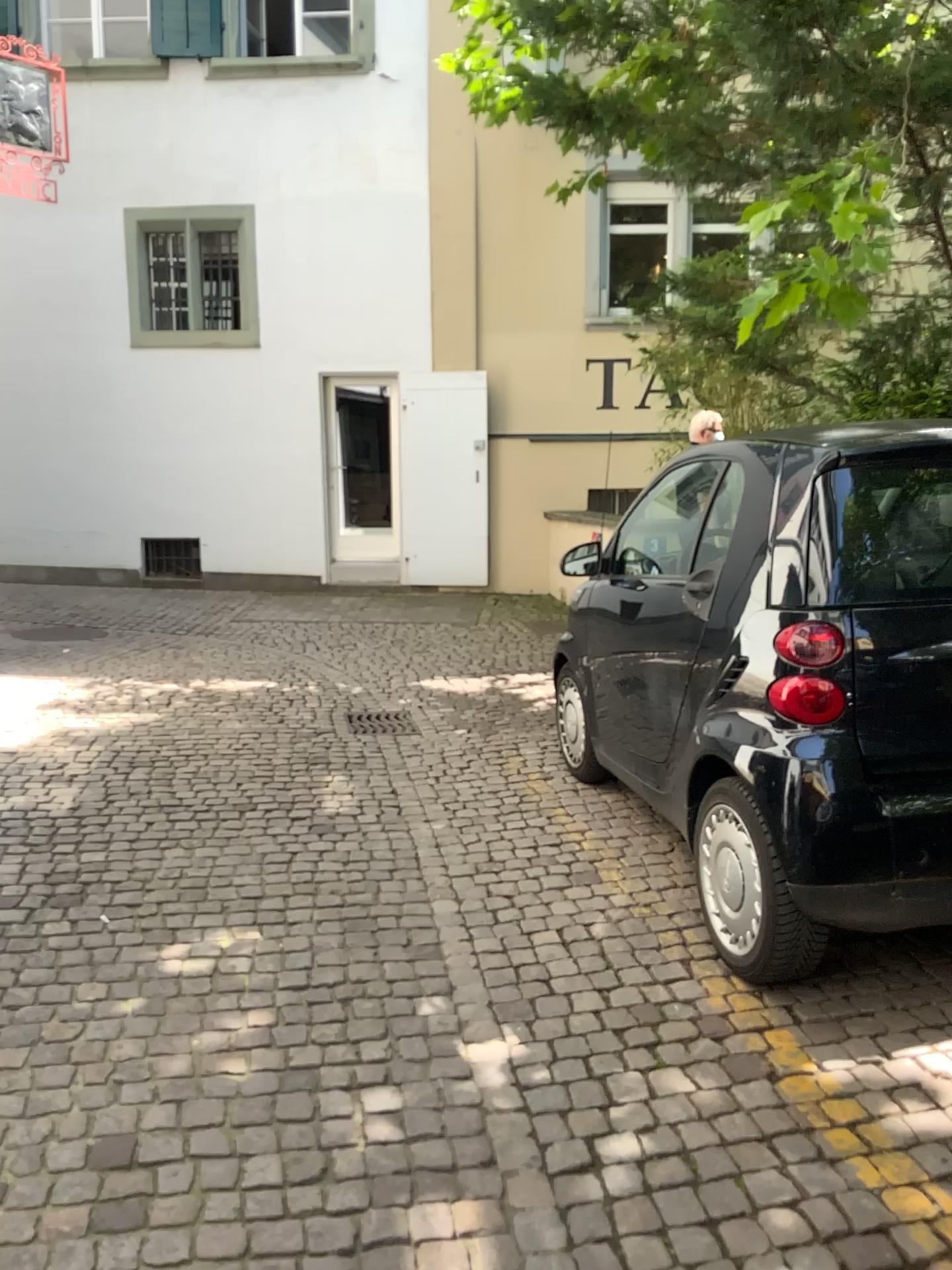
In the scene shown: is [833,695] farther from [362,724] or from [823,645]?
[362,724]

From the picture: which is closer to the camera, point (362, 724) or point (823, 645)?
point (823, 645)

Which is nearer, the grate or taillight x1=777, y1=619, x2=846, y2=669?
taillight x1=777, y1=619, x2=846, y2=669

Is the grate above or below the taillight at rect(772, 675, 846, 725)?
below

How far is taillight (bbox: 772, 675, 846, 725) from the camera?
2.7m

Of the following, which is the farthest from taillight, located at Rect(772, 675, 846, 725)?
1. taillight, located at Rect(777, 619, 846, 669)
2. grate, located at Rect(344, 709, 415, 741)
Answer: grate, located at Rect(344, 709, 415, 741)

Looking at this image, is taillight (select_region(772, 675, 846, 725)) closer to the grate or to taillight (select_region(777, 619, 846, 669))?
taillight (select_region(777, 619, 846, 669))

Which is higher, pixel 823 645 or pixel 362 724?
pixel 823 645

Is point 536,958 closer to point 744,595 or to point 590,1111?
point 590,1111
